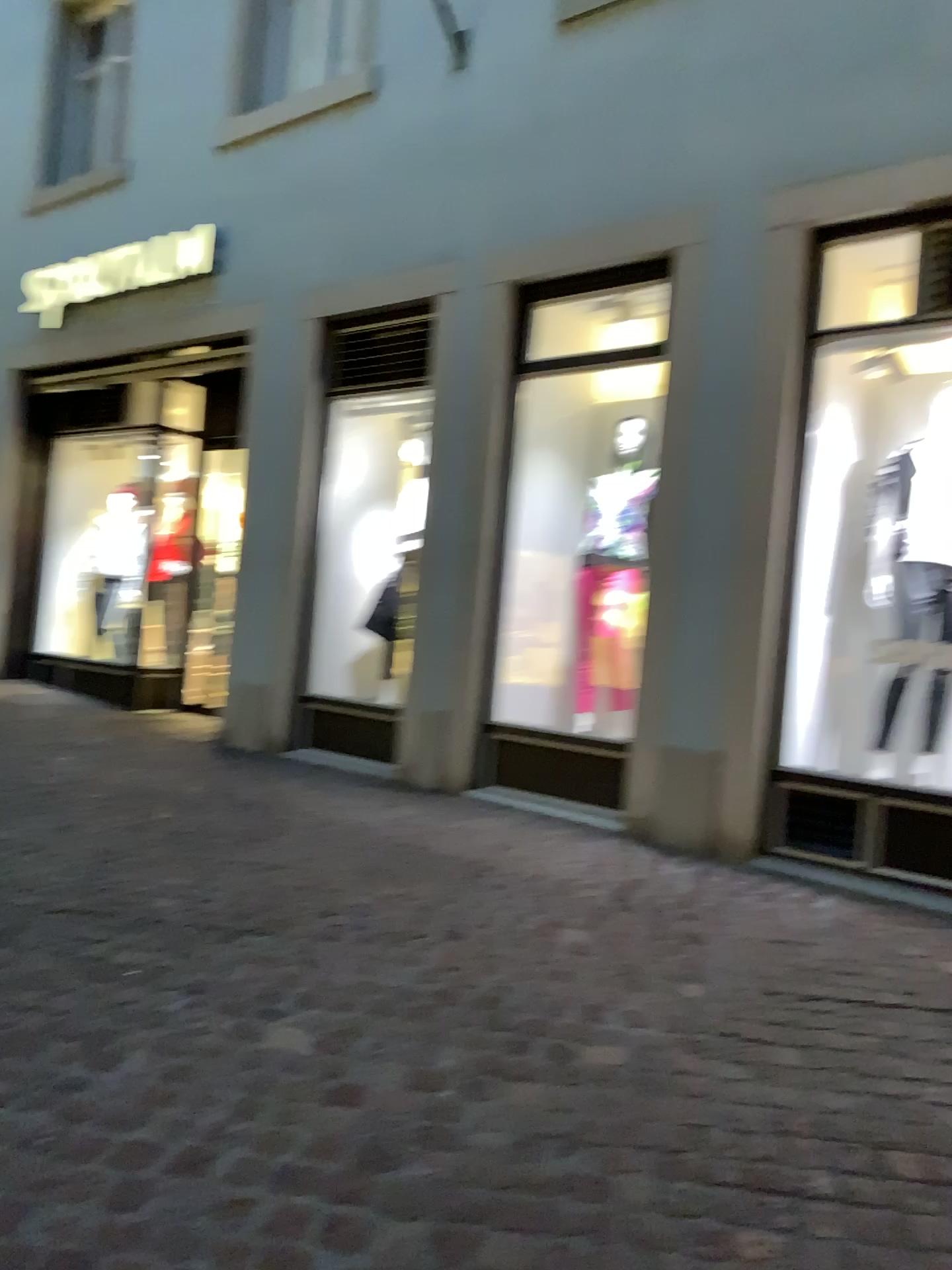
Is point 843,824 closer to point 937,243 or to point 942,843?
point 942,843

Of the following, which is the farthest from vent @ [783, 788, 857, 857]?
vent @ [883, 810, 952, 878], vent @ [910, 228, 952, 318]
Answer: vent @ [910, 228, 952, 318]

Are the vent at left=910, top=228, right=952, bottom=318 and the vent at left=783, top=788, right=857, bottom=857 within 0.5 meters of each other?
no

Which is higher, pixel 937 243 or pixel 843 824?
pixel 937 243

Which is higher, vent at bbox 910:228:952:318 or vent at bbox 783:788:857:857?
vent at bbox 910:228:952:318

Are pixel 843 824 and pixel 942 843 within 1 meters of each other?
yes

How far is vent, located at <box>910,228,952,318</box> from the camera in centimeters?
404cm

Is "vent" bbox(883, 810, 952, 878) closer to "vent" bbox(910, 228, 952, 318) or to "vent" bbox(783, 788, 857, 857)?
"vent" bbox(783, 788, 857, 857)

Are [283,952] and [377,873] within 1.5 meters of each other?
yes

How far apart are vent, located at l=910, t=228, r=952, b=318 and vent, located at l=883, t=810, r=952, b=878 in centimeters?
194cm
